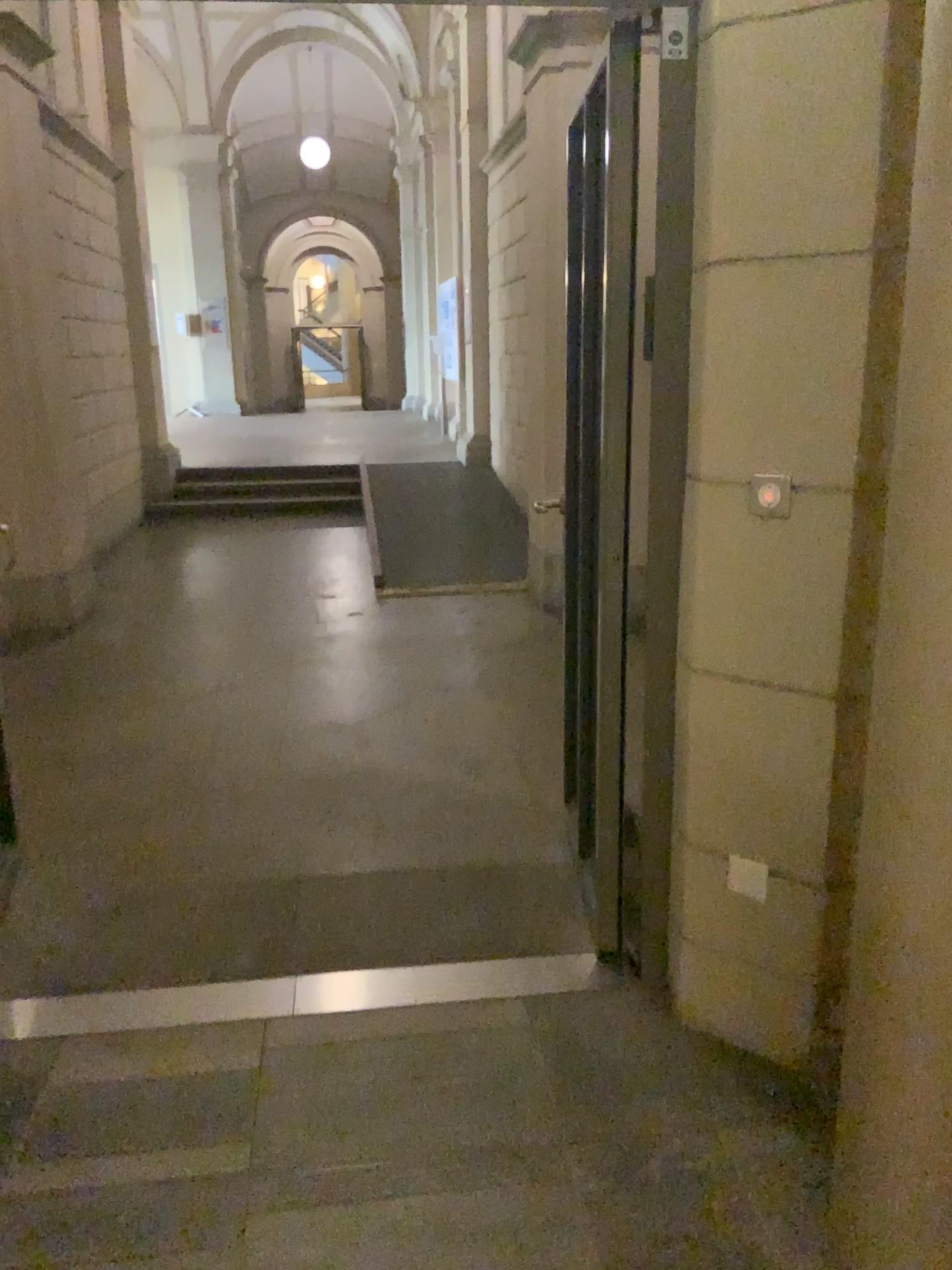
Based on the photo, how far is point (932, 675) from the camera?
1.4m

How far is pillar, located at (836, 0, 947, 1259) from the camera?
1.4m

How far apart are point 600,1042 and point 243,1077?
0.8 meters
